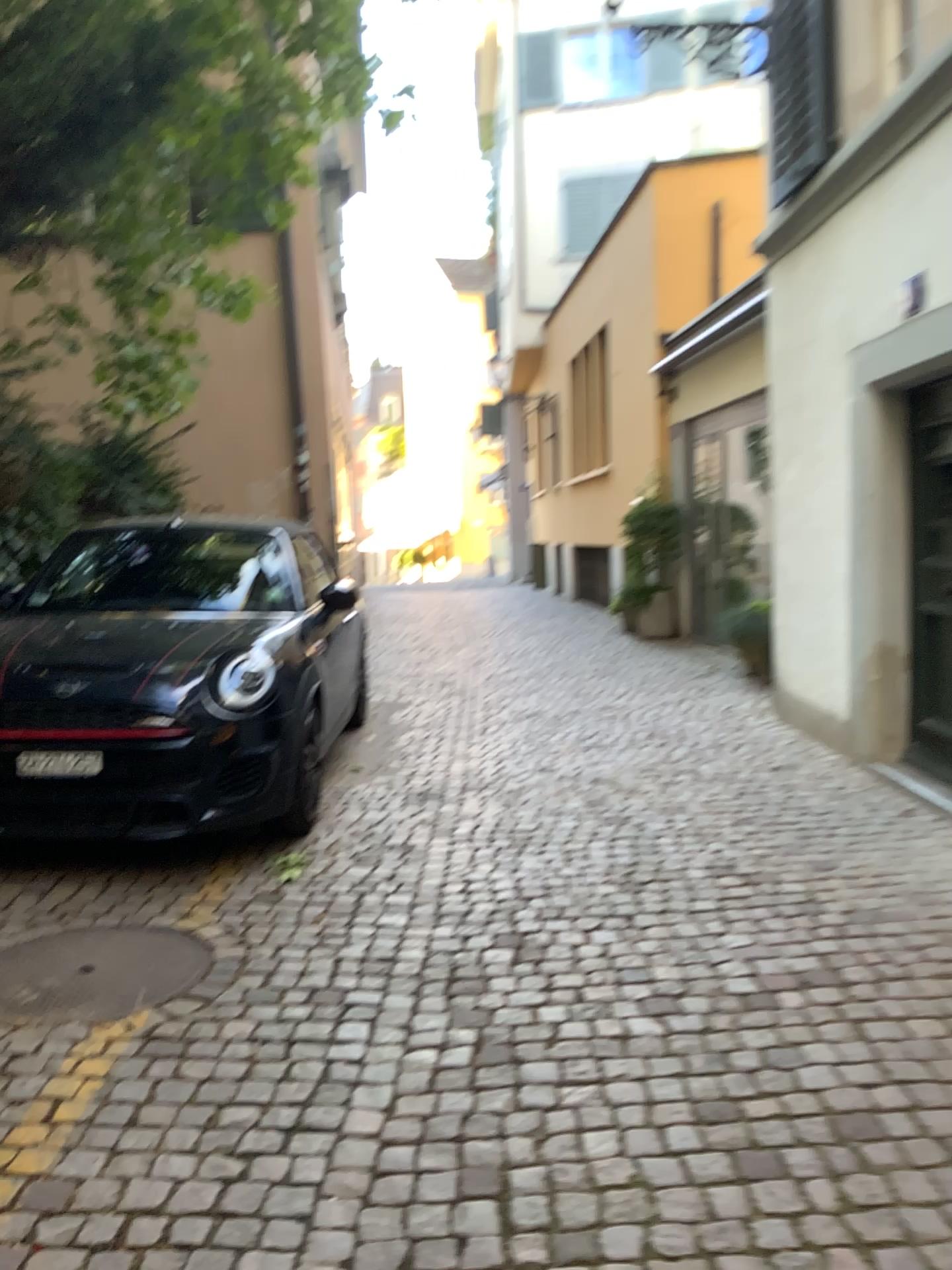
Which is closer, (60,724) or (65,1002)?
(65,1002)

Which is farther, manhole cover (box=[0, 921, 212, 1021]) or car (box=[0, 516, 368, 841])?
car (box=[0, 516, 368, 841])

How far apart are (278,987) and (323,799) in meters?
2.1 m

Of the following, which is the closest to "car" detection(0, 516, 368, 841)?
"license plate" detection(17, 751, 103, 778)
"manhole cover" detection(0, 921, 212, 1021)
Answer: "license plate" detection(17, 751, 103, 778)

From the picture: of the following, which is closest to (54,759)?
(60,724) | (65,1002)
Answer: (60,724)

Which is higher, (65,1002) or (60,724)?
(60,724)

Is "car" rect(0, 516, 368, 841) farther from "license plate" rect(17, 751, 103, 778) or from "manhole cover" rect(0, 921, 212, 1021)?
"manhole cover" rect(0, 921, 212, 1021)

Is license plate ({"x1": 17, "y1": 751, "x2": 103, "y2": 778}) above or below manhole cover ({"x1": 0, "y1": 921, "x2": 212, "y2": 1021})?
above

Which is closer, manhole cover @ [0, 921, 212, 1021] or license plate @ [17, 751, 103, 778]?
manhole cover @ [0, 921, 212, 1021]
